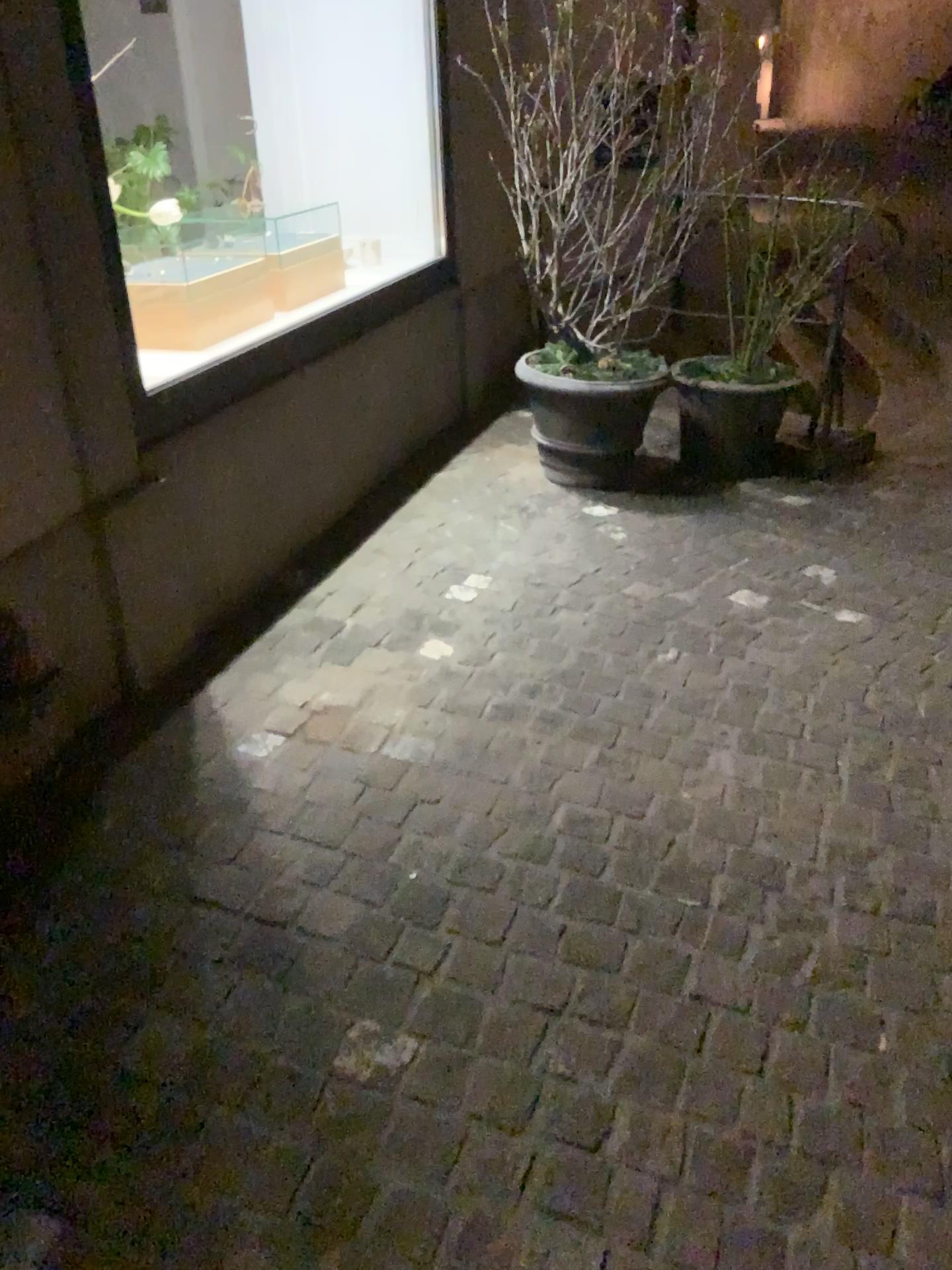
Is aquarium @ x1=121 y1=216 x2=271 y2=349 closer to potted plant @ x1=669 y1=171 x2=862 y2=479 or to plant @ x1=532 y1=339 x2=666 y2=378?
plant @ x1=532 y1=339 x2=666 y2=378

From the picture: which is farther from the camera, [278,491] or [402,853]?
[278,491]

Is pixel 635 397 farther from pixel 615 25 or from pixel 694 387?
pixel 615 25

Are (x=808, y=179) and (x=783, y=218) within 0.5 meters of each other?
yes

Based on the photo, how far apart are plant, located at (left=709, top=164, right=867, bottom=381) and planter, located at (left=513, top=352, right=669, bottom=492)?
0.4 meters

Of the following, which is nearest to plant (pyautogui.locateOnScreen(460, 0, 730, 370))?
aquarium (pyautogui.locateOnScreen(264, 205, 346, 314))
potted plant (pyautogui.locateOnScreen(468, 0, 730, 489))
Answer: potted plant (pyautogui.locateOnScreen(468, 0, 730, 489))

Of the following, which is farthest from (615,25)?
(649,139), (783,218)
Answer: (783,218)

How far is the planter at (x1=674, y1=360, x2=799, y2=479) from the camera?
3.9 meters

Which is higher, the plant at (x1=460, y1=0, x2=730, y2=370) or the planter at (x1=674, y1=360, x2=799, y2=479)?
the plant at (x1=460, y1=0, x2=730, y2=370)

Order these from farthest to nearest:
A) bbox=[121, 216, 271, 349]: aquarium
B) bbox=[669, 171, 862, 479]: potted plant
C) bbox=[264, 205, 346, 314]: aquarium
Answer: bbox=[669, 171, 862, 479]: potted plant < bbox=[264, 205, 346, 314]: aquarium < bbox=[121, 216, 271, 349]: aquarium
